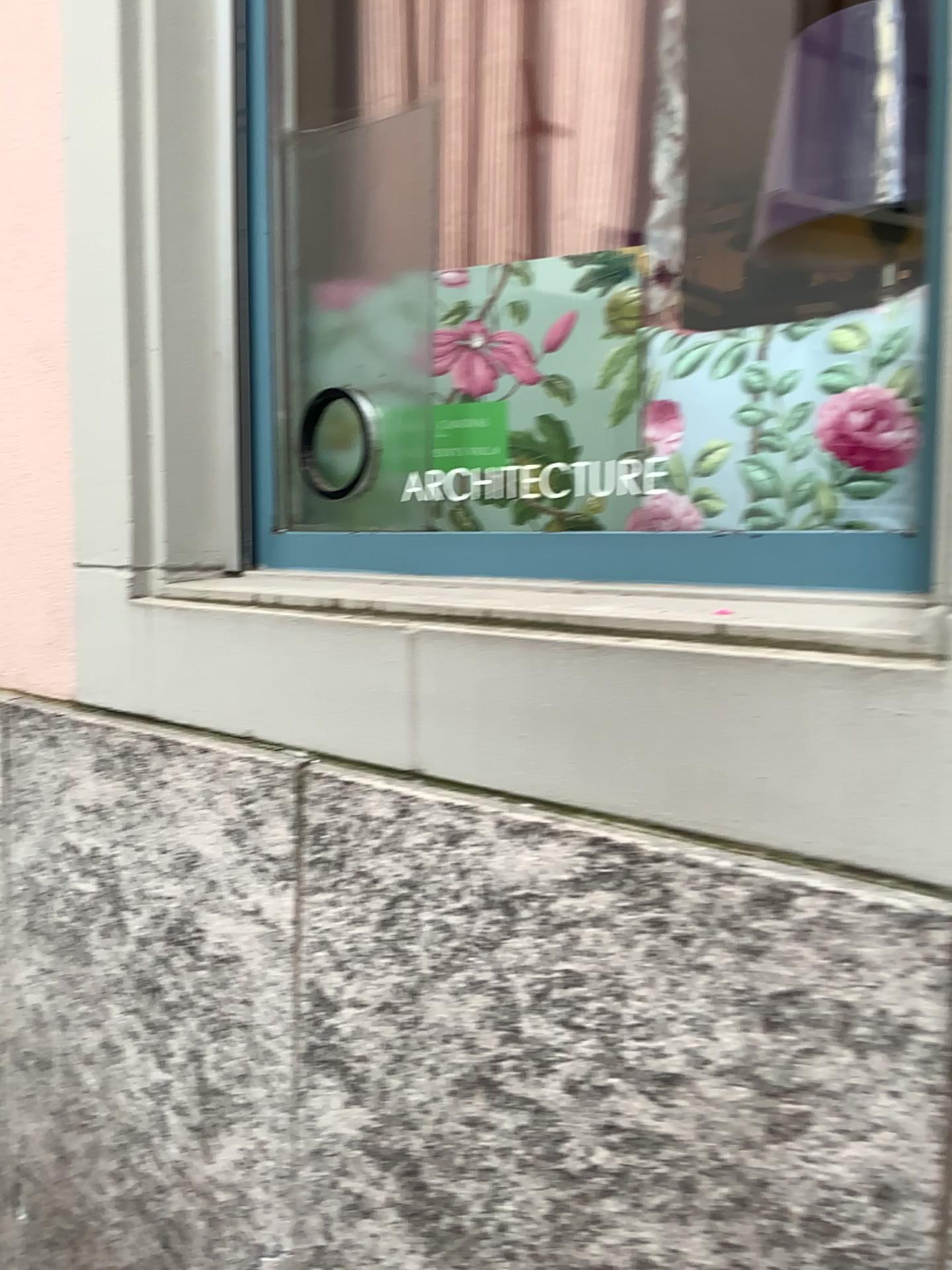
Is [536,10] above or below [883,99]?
above

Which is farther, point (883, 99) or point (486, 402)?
point (486, 402)

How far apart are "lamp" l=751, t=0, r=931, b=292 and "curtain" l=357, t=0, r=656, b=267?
0.4 meters

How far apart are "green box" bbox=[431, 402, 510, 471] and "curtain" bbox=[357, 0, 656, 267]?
0.26m

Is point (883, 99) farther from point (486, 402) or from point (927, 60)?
point (486, 402)

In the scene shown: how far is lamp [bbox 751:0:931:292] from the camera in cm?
88

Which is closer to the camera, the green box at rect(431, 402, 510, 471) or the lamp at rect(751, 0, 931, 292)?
the lamp at rect(751, 0, 931, 292)

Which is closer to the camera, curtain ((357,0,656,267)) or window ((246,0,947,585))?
window ((246,0,947,585))

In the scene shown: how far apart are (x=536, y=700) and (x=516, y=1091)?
0.32m

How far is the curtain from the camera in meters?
1.5 m
